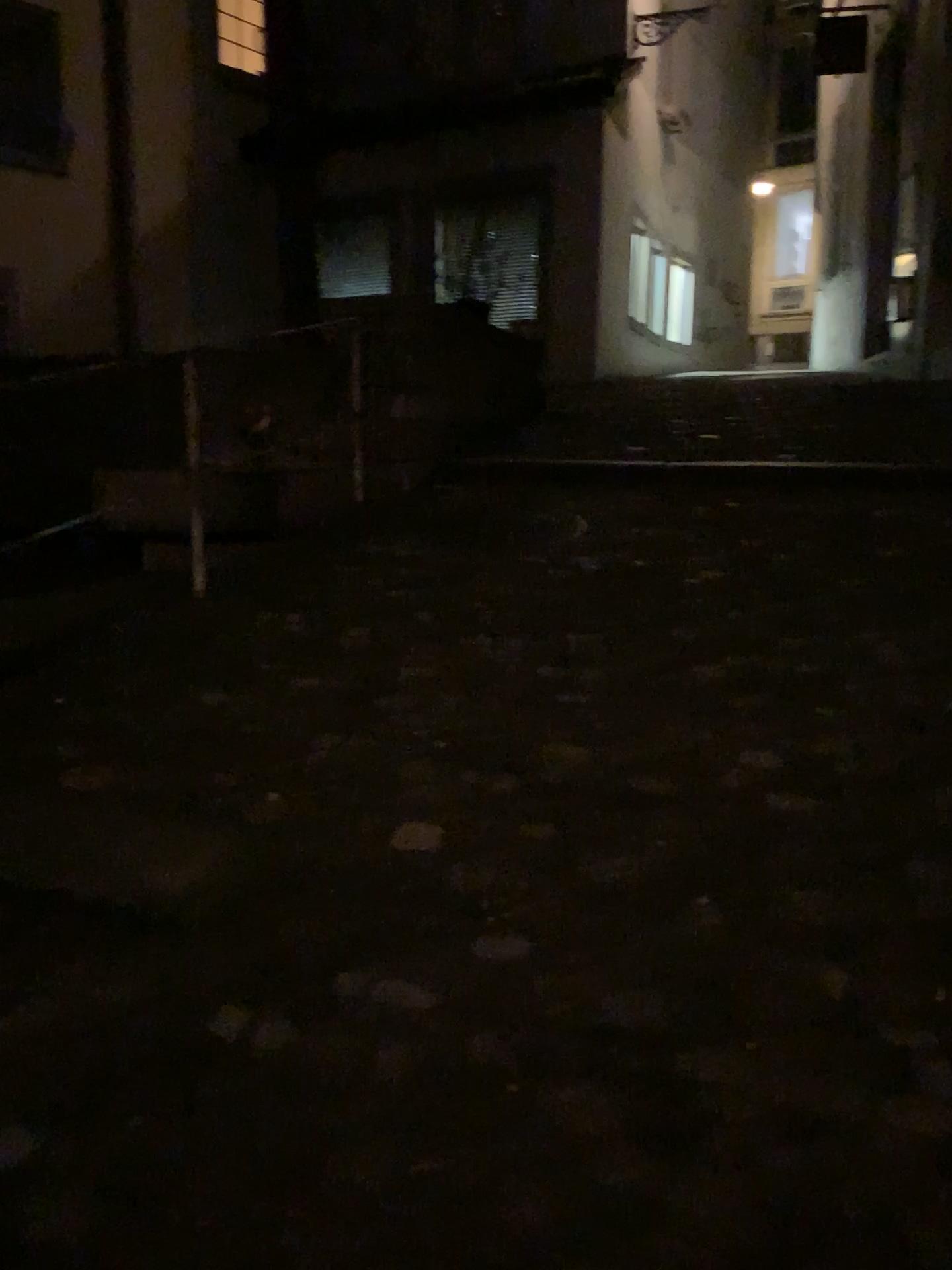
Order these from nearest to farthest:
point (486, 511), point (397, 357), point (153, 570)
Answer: point (153, 570) < point (486, 511) < point (397, 357)
